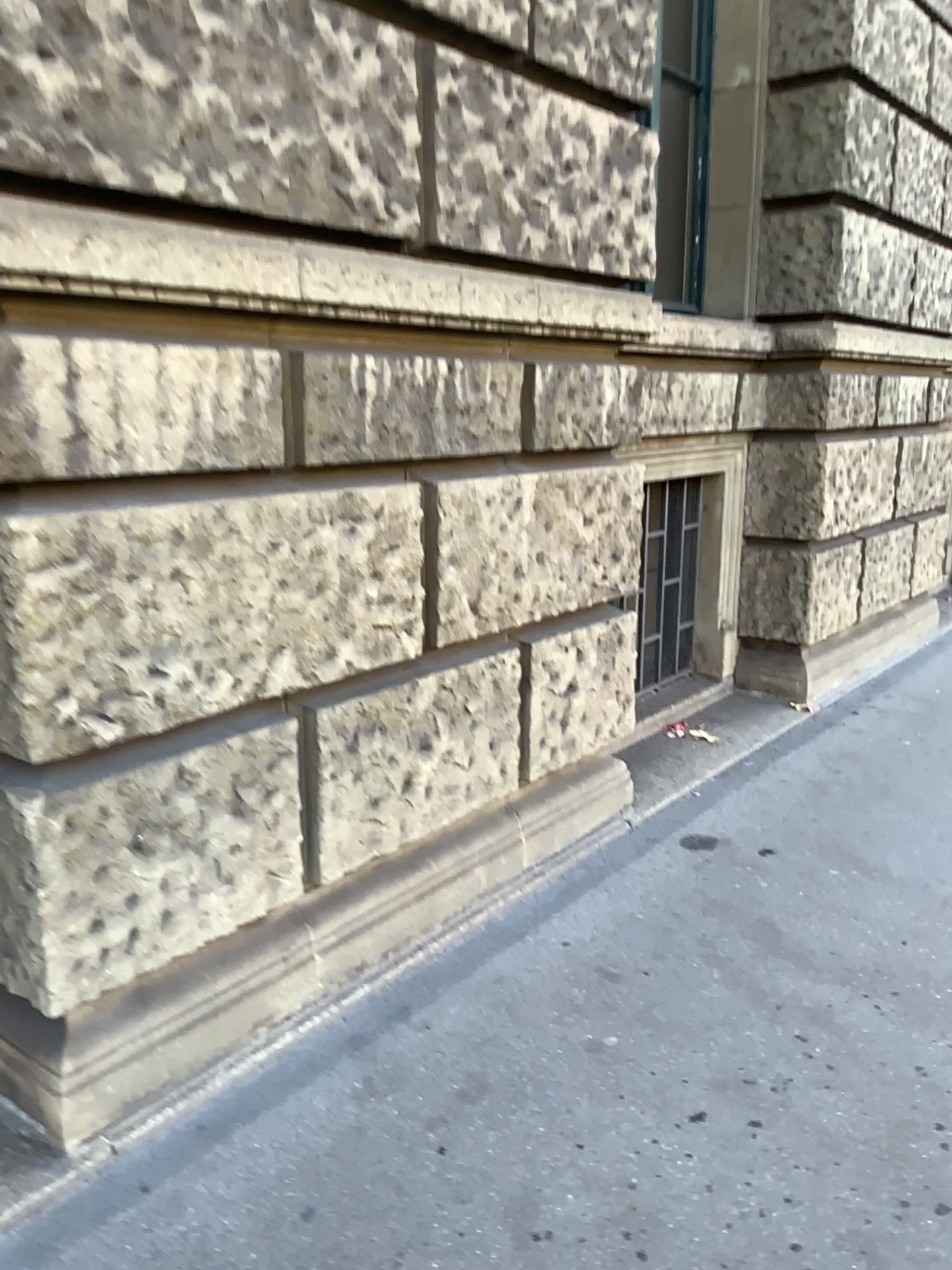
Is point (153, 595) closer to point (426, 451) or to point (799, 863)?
point (426, 451)
